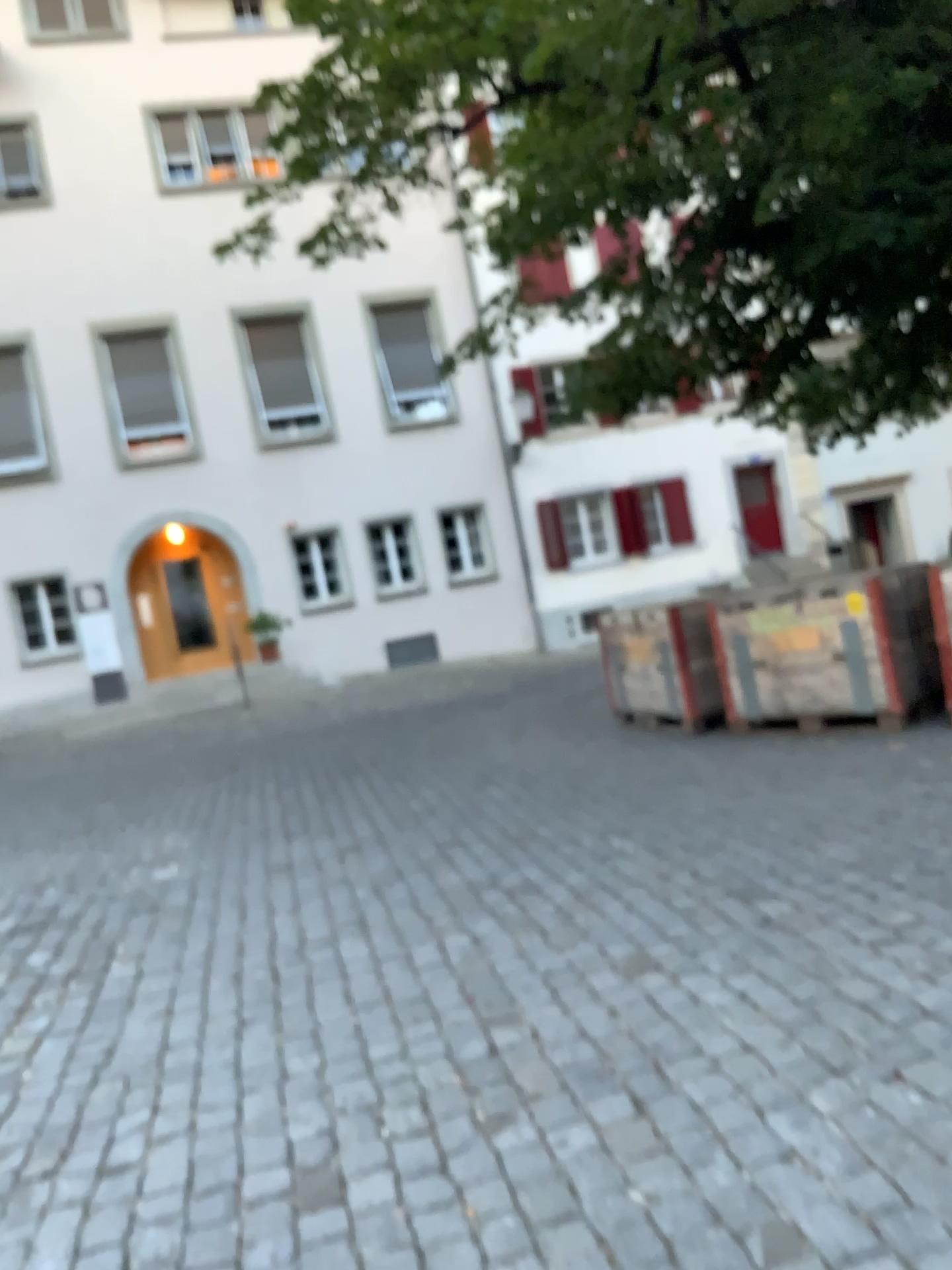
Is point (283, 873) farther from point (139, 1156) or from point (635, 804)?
point (139, 1156)
